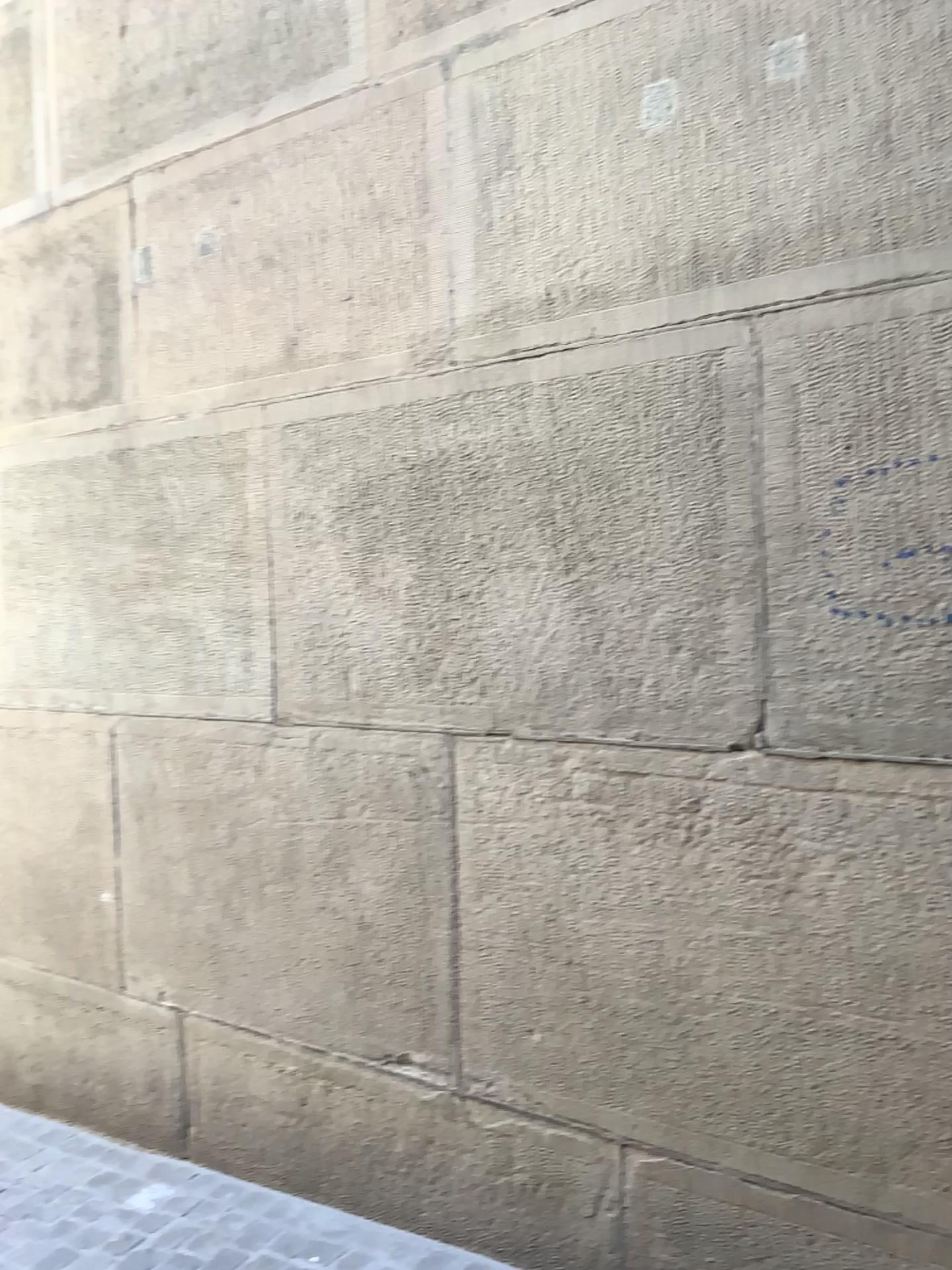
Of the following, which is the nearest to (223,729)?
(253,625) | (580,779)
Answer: (253,625)
